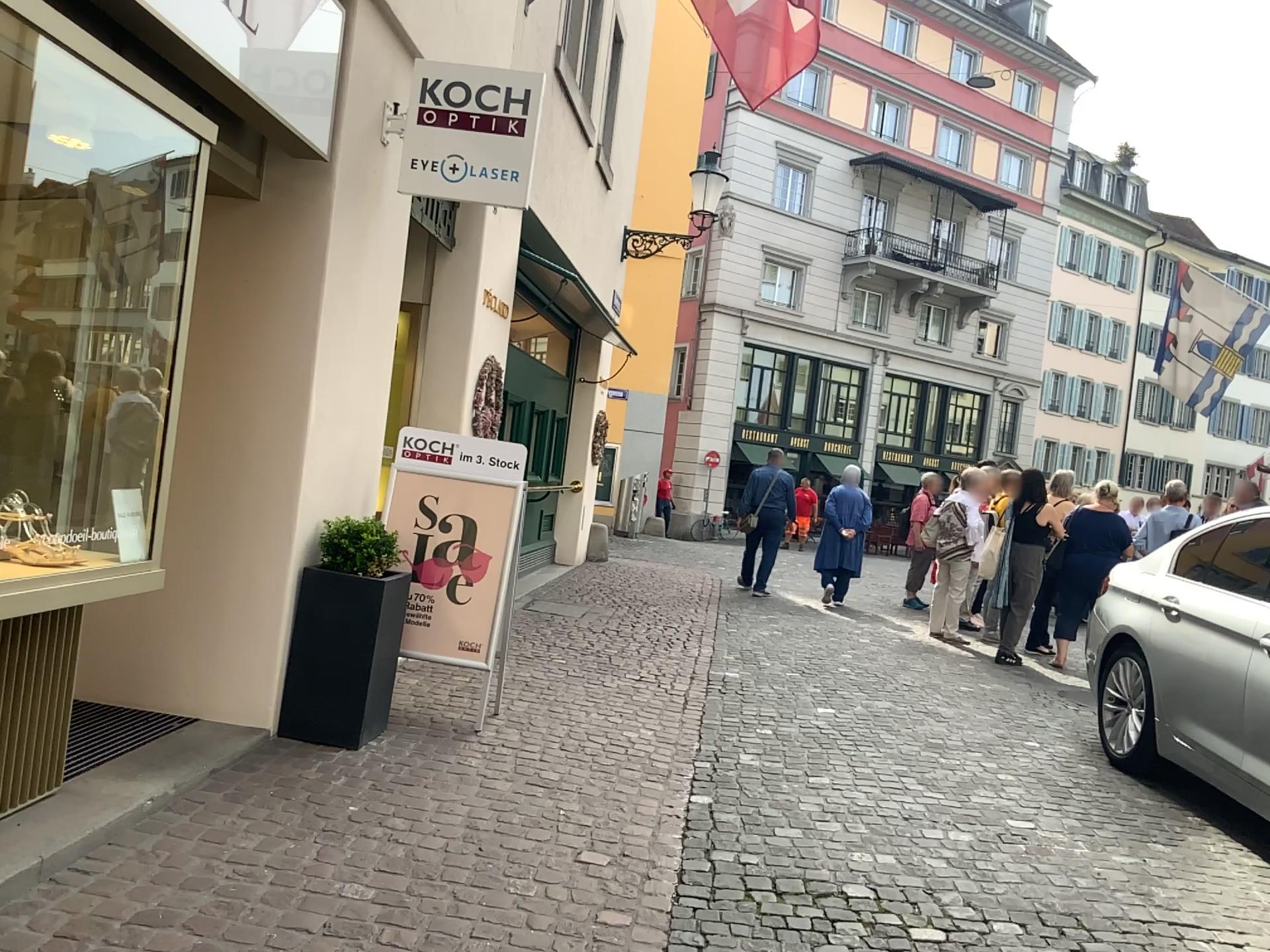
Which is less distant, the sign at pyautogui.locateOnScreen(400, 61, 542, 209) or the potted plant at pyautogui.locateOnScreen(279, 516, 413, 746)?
the potted plant at pyautogui.locateOnScreen(279, 516, 413, 746)

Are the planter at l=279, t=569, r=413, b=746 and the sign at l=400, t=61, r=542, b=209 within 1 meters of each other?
no

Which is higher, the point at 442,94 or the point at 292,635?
the point at 442,94

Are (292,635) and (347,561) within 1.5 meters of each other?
yes

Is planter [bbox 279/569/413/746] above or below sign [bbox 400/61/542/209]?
below

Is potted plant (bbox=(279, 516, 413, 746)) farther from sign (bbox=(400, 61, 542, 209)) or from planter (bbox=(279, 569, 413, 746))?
sign (bbox=(400, 61, 542, 209))

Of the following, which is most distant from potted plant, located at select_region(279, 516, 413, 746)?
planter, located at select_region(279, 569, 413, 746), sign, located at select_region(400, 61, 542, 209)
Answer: sign, located at select_region(400, 61, 542, 209)

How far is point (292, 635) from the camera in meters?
4.3

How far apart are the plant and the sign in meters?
1.6 m

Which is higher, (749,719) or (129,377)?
(129,377)
